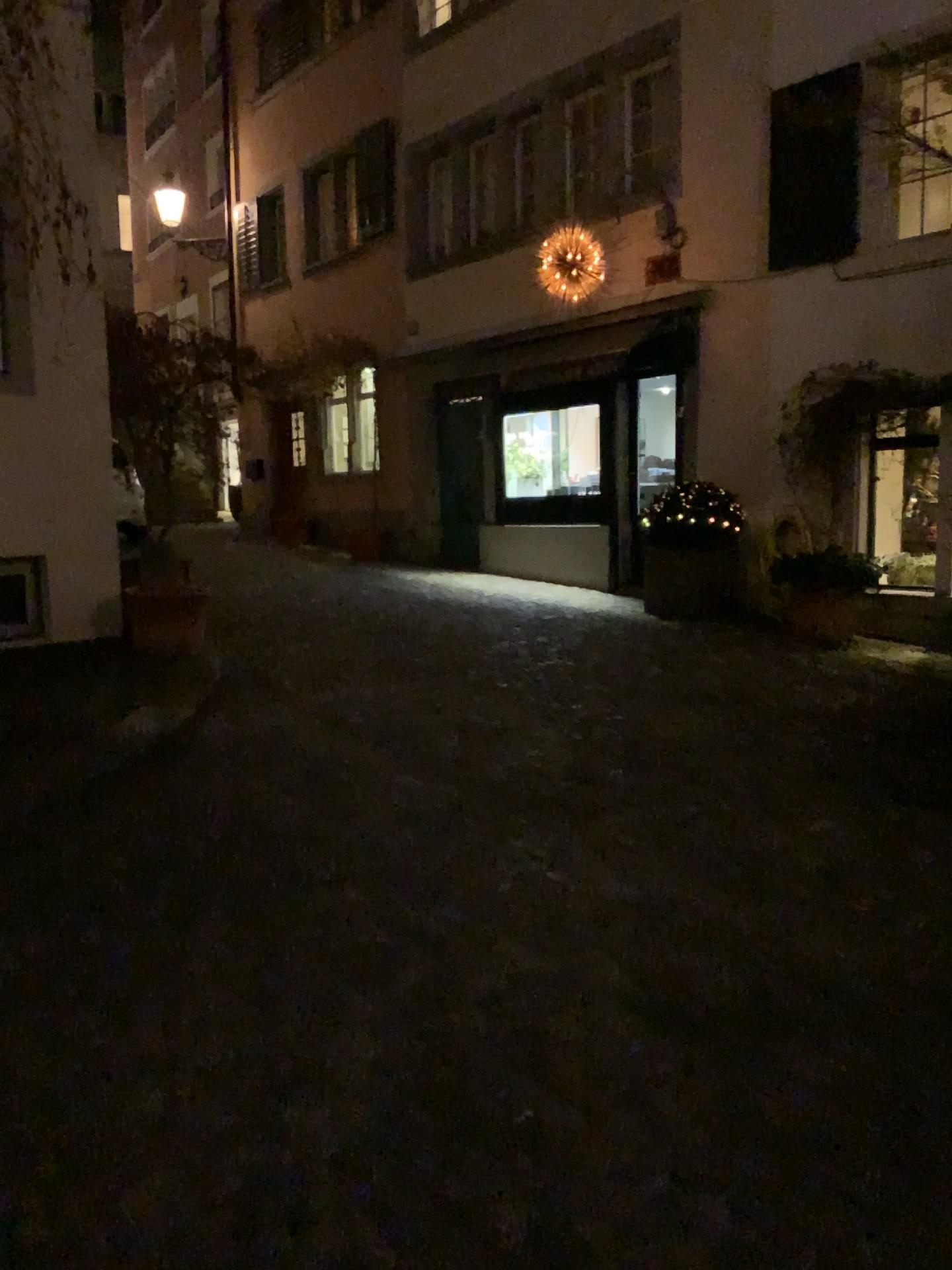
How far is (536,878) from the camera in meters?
3.5
